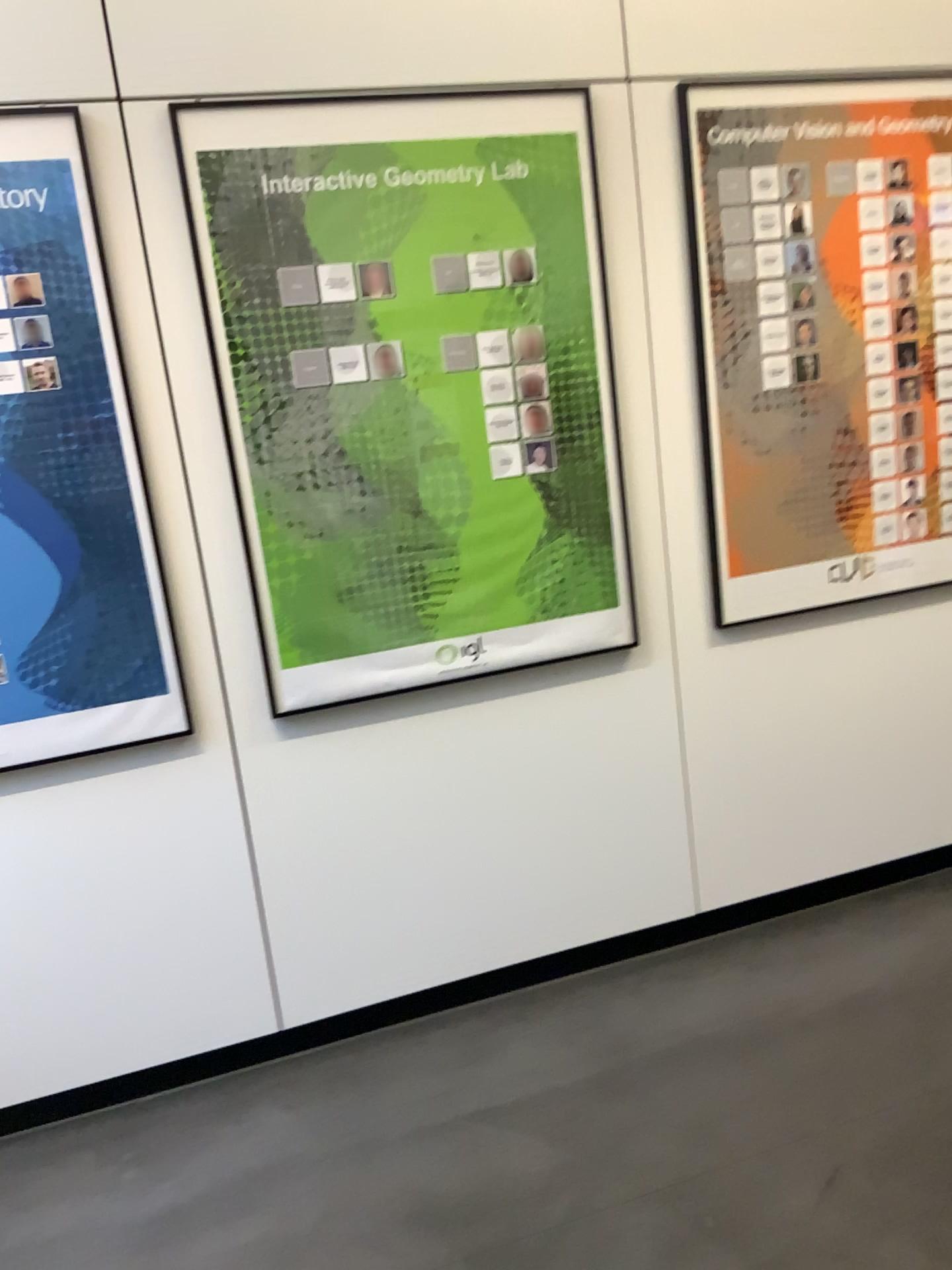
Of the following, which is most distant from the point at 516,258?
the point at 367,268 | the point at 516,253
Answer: the point at 367,268

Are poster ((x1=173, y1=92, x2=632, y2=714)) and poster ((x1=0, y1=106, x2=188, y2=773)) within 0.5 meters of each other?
yes

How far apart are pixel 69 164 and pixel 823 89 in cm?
172

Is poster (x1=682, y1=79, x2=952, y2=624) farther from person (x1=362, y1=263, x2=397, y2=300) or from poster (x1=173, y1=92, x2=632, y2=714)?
person (x1=362, y1=263, x2=397, y2=300)

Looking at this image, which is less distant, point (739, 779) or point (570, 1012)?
point (570, 1012)

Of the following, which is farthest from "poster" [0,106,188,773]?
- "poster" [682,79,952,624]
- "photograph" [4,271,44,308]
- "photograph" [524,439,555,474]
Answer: "poster" [682,79,952,624]

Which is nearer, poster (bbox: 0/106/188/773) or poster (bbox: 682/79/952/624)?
poster (bbox: 0/106/188/773)

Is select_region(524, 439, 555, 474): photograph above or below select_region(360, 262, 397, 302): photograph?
below

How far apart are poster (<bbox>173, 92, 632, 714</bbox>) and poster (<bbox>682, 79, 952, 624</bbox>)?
0.3 meters

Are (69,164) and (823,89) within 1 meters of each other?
no
